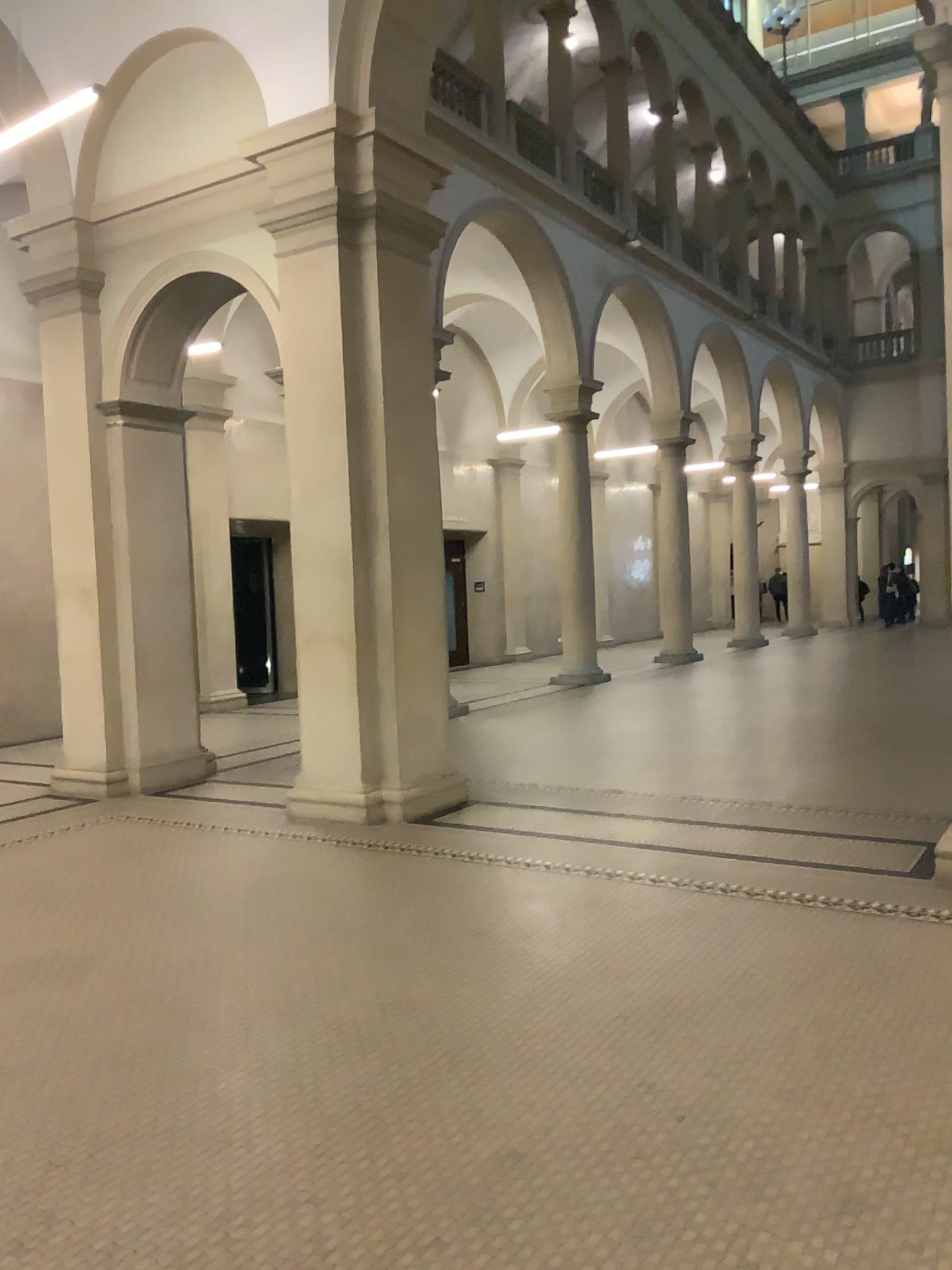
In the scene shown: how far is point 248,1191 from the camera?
2.8m
